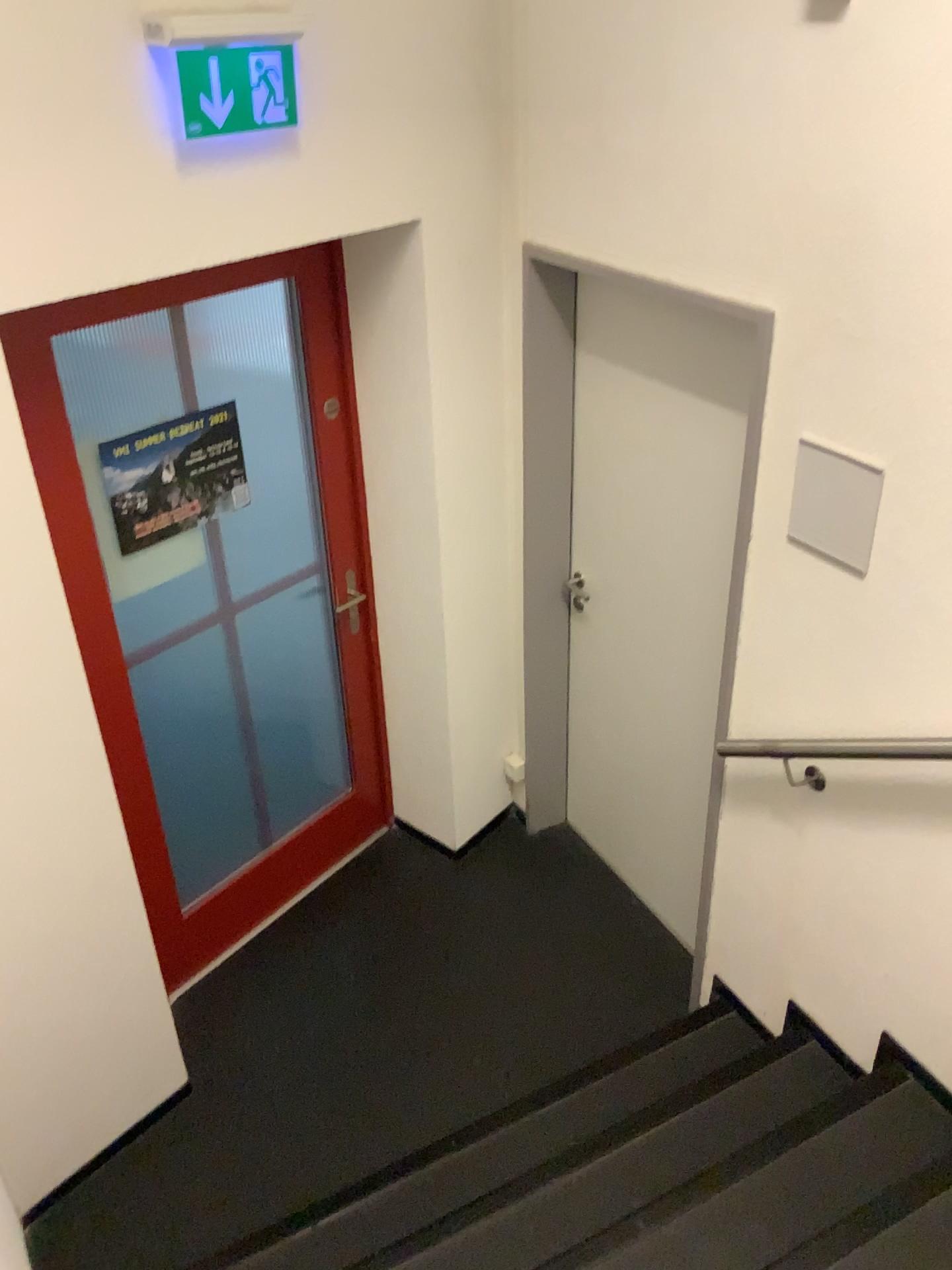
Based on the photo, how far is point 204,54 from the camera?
2.01m

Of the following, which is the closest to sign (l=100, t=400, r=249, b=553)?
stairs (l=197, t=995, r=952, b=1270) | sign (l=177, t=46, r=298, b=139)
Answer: sign (l=177, t=46, r=298, b=139)

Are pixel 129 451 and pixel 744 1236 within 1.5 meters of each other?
no

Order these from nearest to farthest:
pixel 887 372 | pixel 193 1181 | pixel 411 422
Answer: pixel 887 372, pixel 193 1181, pixel 411 422

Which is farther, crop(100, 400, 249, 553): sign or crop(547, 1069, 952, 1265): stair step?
crop(100, 400, 249, 553): sign

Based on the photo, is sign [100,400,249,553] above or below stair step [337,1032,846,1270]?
above

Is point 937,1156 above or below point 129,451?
below

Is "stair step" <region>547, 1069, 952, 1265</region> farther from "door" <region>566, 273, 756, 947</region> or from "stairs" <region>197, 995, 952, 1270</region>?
"door" <region>566, 273, 756, 947</region>

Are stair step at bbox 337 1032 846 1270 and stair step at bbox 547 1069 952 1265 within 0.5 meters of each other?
yes

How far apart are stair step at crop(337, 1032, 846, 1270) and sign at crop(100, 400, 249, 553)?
1.8 meters
